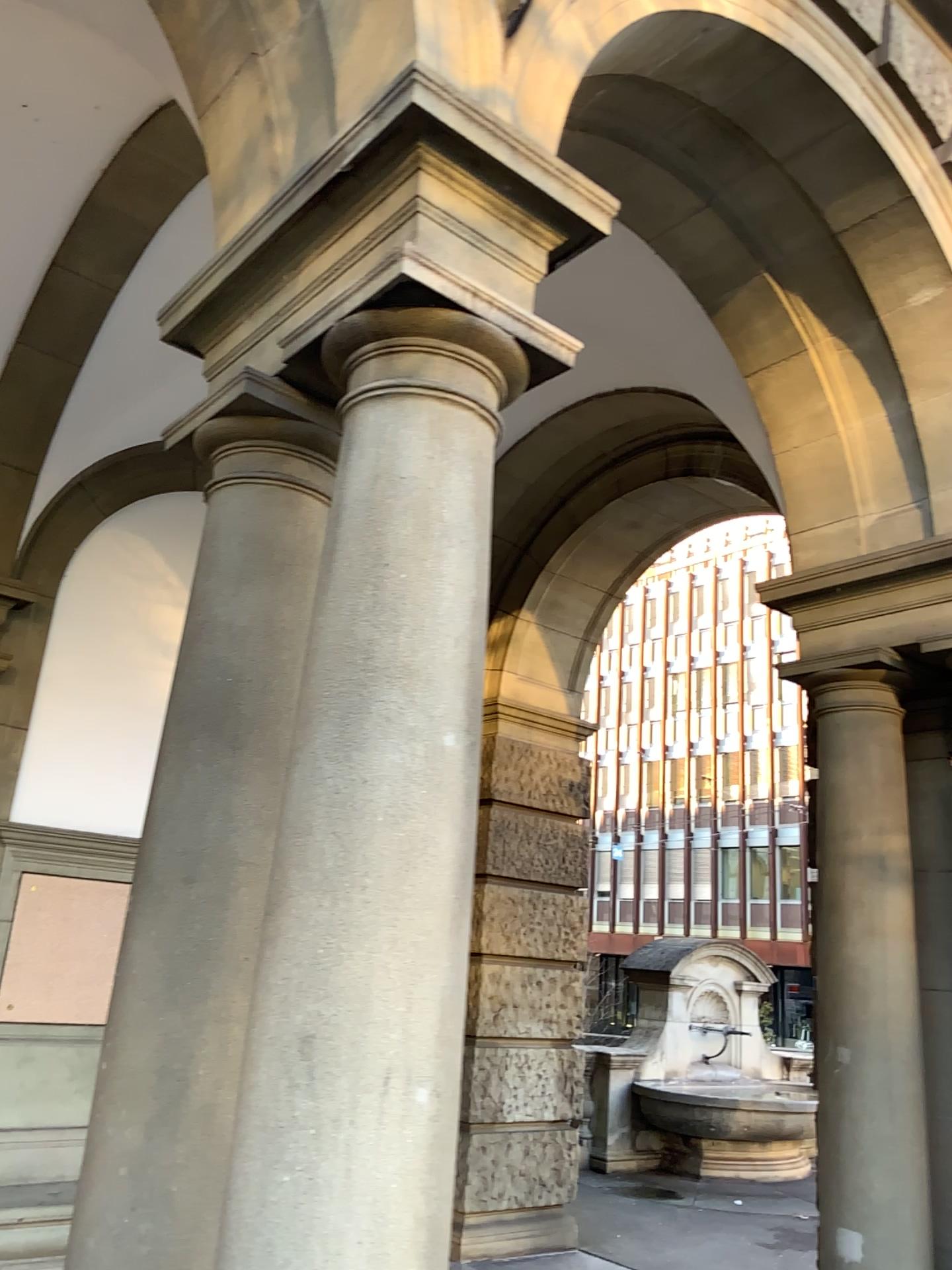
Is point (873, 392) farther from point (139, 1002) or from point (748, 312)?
point (139, 1002)

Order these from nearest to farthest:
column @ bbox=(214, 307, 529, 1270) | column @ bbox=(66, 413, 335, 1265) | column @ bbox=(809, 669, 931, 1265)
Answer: column @ bbox=(214, 307, 529, 1270) < column @ bbox=(66, 413, 335, 1265) < column @ bbox=(809, 669, 931, 1265)

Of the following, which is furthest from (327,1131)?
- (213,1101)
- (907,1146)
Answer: (907,1146)

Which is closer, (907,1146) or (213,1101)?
(213,1101)

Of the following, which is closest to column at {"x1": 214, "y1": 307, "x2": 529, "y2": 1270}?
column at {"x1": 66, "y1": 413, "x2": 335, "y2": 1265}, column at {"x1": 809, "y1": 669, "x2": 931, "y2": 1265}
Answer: column at {"x1": 66, "y1": 413, "x2": 335, "y2": 1265}

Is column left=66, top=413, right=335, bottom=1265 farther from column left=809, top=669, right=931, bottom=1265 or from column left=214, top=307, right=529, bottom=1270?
column left=809, top=669, right=931, bottom=1265

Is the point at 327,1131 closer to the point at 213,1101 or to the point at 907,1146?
the point at 213,1101

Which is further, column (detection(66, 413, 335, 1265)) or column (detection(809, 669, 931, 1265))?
column (detection(809, 669, 931, 1265))

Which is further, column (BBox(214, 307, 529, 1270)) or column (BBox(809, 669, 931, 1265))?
column (BBox(809, 669, 931, 1265))
